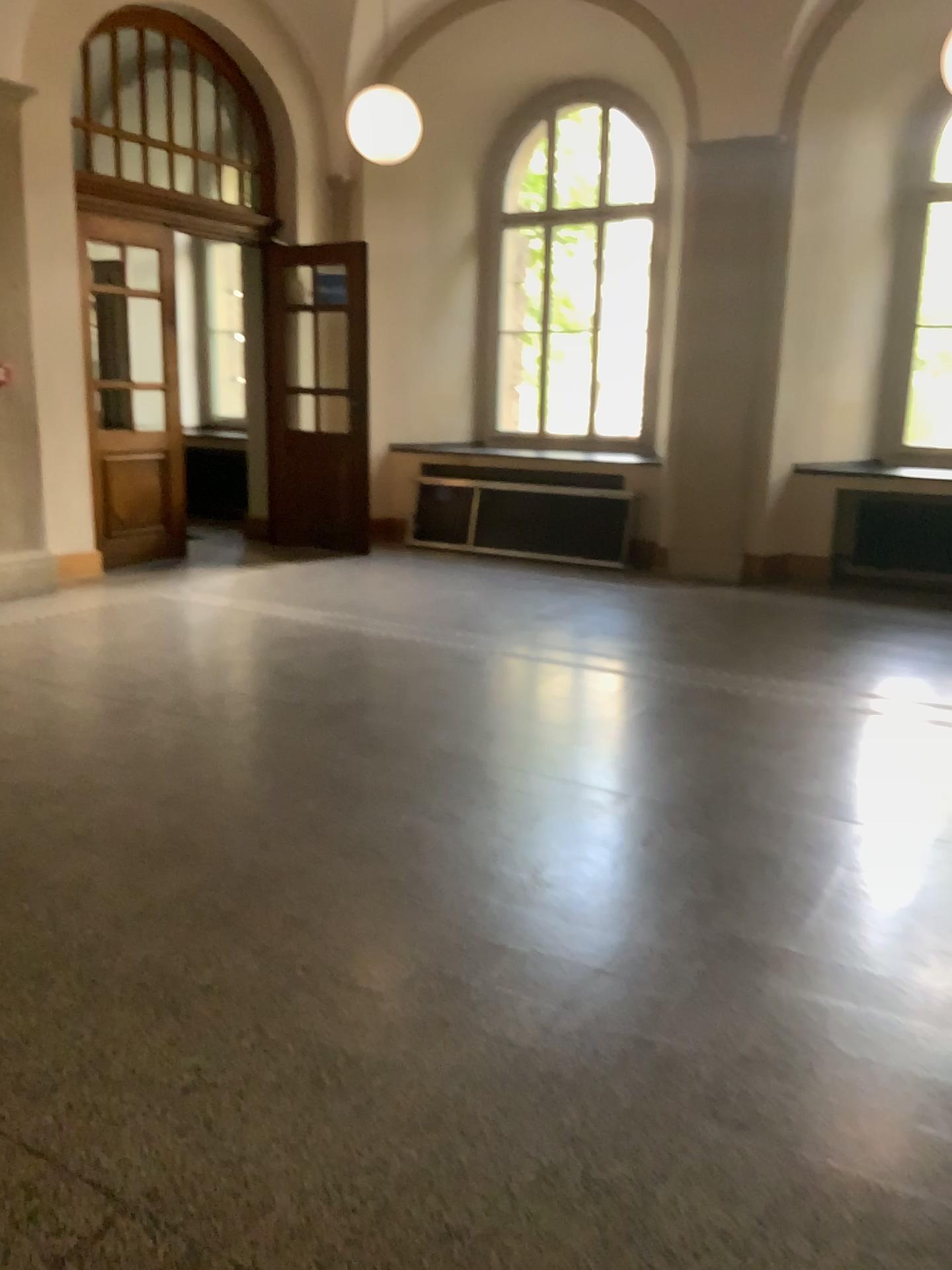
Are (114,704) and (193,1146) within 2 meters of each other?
no
